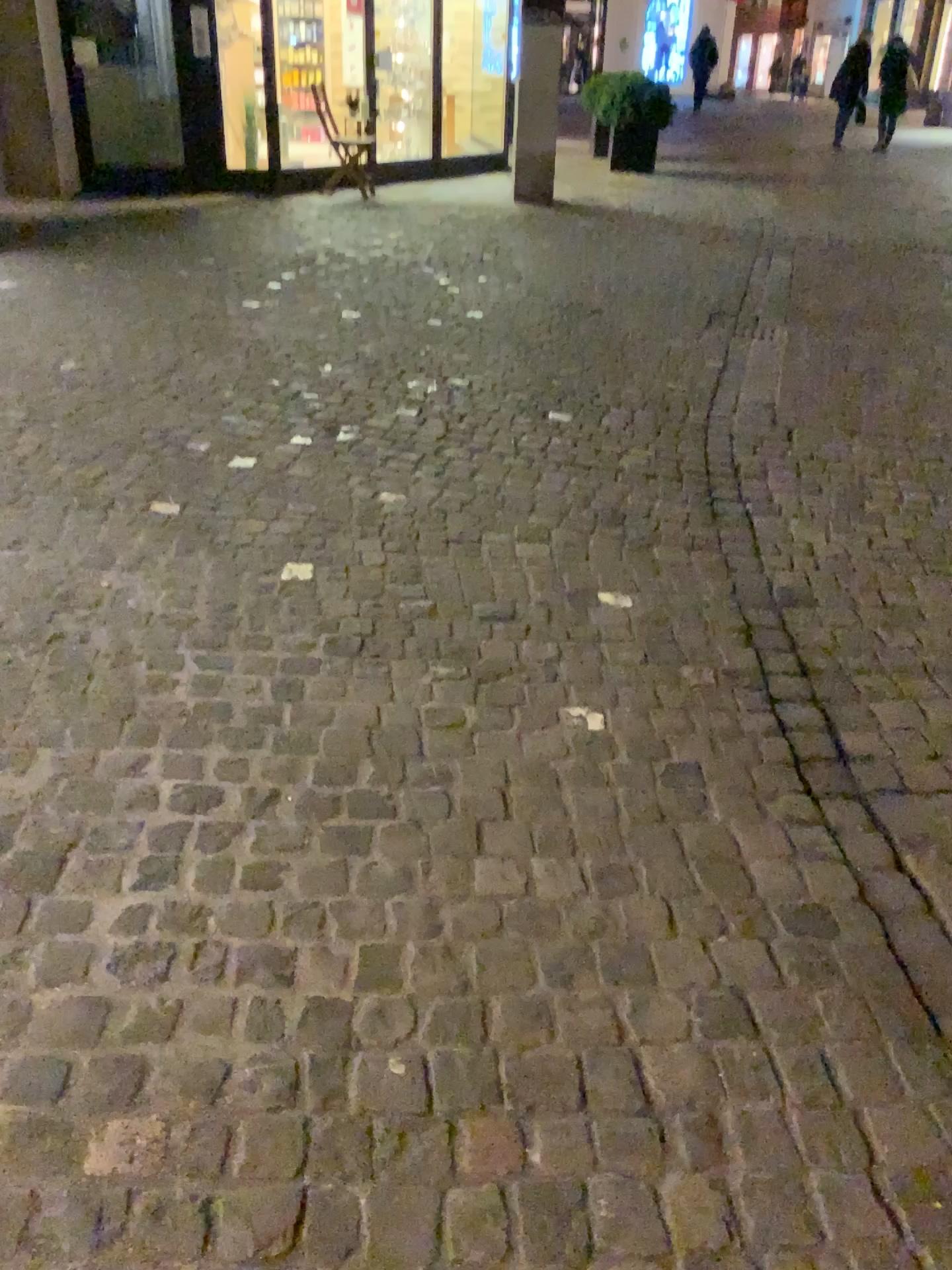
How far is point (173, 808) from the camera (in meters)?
1.94
